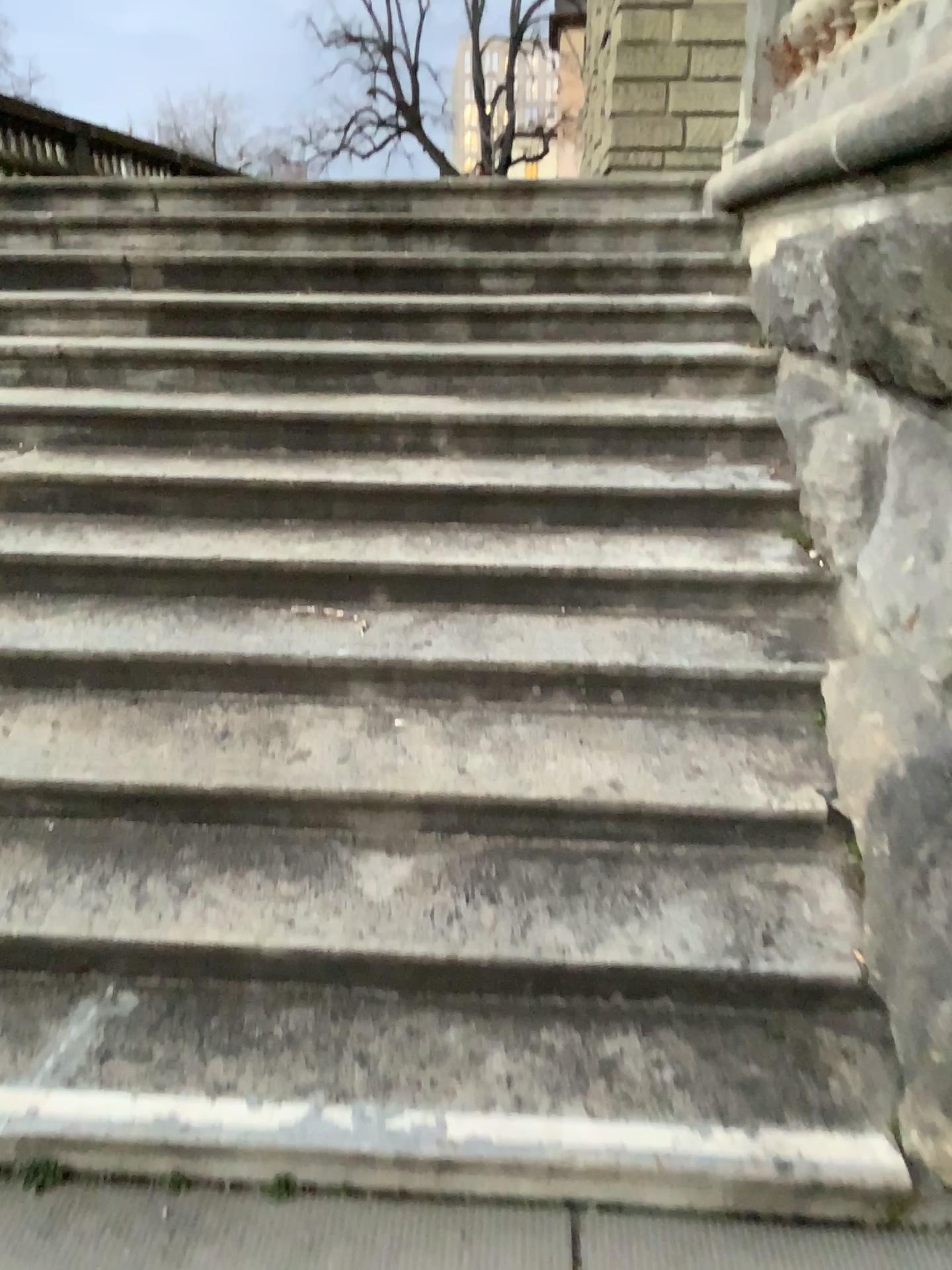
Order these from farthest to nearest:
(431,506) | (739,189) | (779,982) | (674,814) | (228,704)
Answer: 1. (739,189)
2. (431,506)
3. (228,704)
4. (674,814)
5. (779,982)
